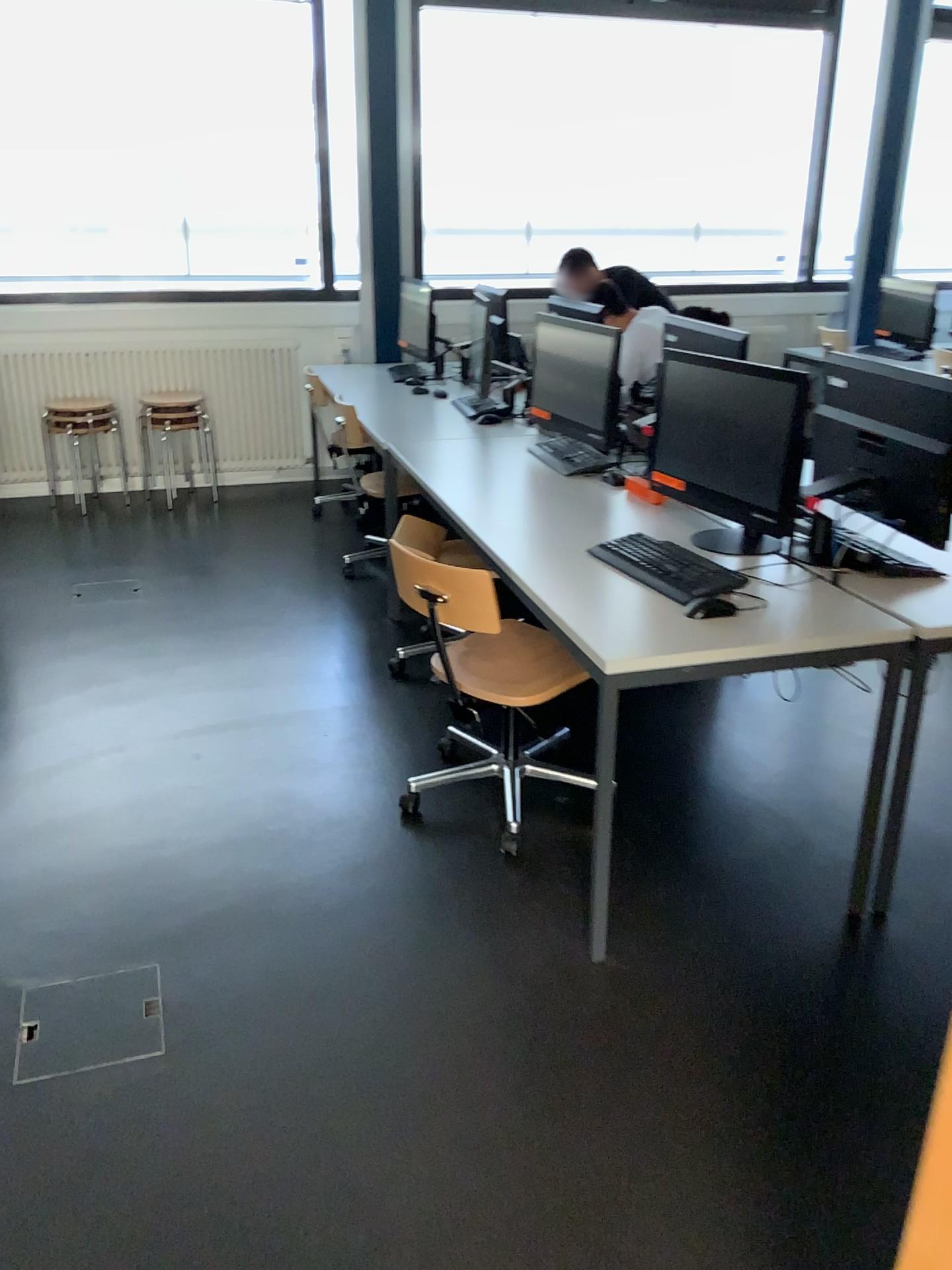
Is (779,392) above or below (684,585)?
above

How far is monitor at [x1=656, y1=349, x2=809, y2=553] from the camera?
2.5m

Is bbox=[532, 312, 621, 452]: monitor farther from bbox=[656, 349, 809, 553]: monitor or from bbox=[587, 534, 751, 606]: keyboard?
bbox=[587, 534, 751, 606]: keyboard

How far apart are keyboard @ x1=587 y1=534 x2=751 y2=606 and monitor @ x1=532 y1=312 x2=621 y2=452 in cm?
103

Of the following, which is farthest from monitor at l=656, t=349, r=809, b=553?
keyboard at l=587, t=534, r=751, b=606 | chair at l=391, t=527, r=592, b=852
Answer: chair at l=391, t=527, r=592, b=852

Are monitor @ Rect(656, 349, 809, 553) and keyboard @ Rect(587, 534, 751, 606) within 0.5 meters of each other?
yes

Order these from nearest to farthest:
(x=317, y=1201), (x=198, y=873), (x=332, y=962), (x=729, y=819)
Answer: (x=317, y=1201) → (x=332, y=962) → (x=198, y=873) → (x=729, y=819)

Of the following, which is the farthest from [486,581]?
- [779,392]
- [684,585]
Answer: [779,392]

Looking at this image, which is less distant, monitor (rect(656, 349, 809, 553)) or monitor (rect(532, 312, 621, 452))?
monitor (rect(656, 349, 809, 553))

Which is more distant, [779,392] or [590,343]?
[590,343]
